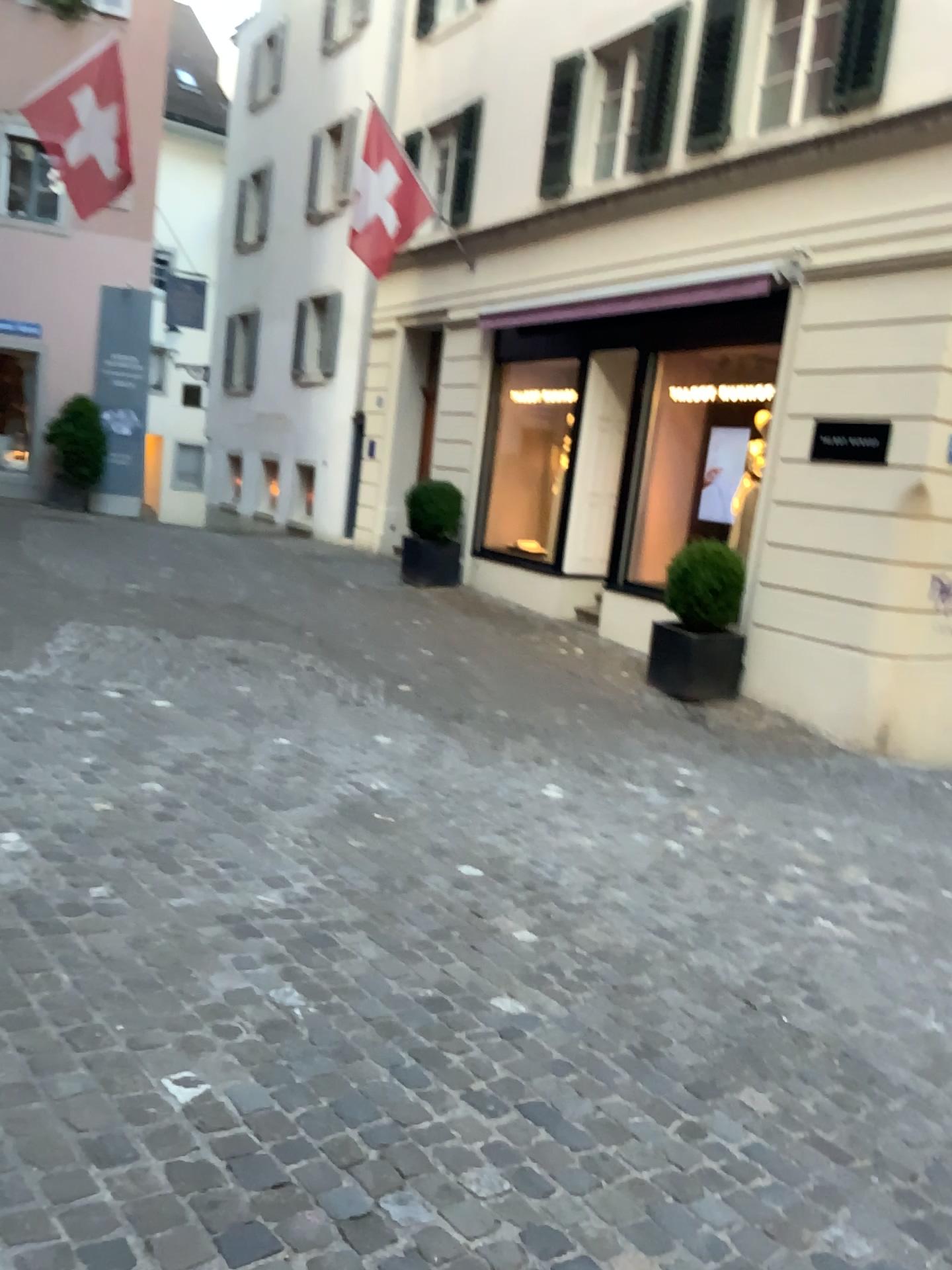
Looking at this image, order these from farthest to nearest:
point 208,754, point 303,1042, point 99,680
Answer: point 99,680 < point 208,754 < point 303,1042
